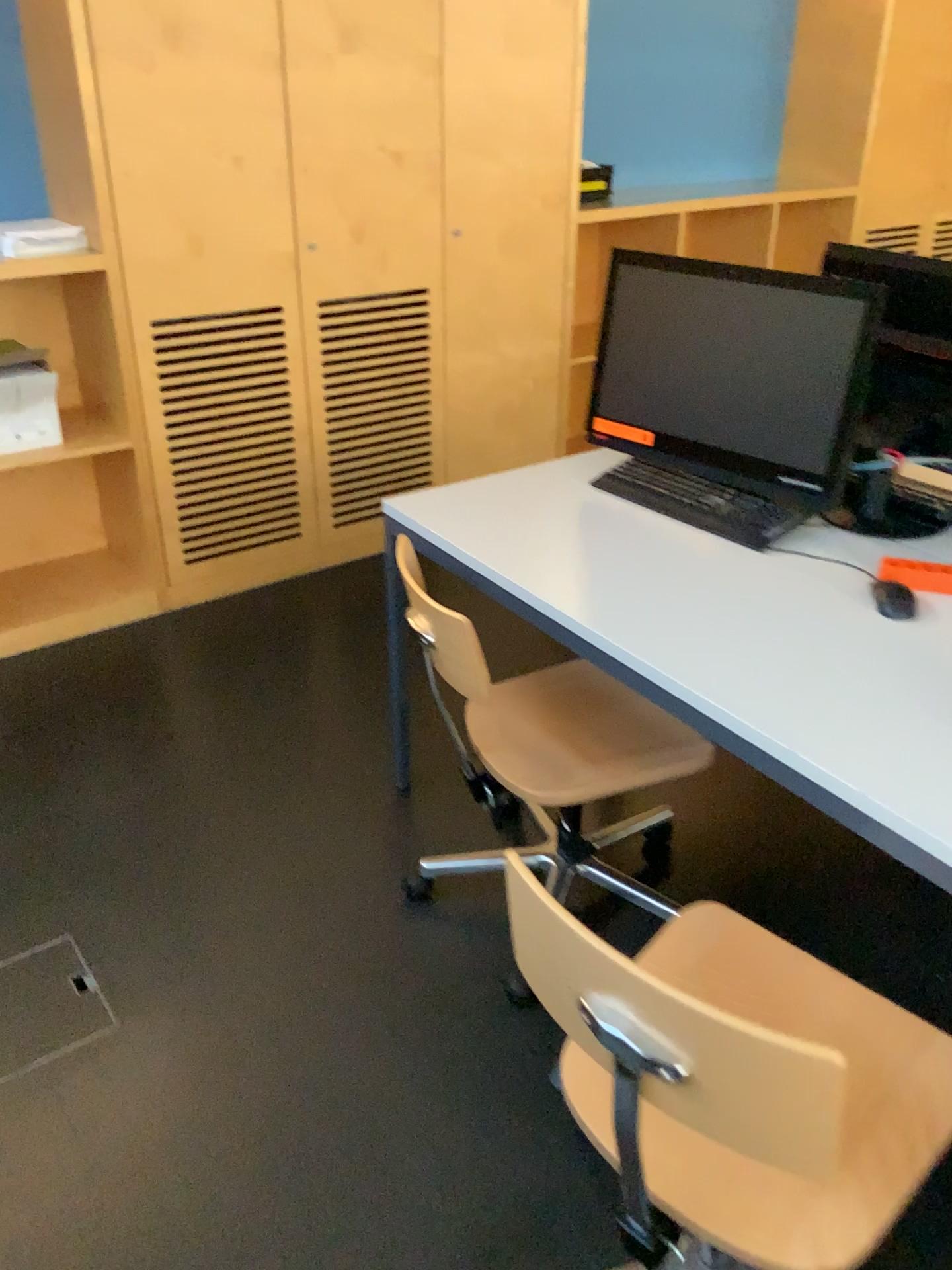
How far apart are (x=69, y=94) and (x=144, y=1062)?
2.4m

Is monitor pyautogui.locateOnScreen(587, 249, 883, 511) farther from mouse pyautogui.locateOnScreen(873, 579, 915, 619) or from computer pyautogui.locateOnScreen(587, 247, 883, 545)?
mouse pyautogui.locateOnScreen(873, 579, 915, 619)

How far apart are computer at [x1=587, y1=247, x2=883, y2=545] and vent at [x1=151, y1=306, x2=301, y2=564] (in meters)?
1.37

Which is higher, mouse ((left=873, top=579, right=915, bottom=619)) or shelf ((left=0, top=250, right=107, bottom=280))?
shelf ((left=0, top=250, right=107, bottom=280))

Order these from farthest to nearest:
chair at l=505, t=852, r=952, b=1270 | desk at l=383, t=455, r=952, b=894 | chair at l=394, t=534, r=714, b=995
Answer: chair at l=394, t=534, r=714, b=995
desk at l=383, t=455, r=952, b=894
chair at l=505, t=852, r=952, b=1270

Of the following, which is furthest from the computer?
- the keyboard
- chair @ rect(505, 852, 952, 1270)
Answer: chair @ rect(505, 852, 952, 1270)

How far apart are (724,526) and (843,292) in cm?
46

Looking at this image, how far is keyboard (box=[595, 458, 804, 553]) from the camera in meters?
2.0 m

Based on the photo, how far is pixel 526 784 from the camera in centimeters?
183cm

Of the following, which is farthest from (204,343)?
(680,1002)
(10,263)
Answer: (680,1002)
